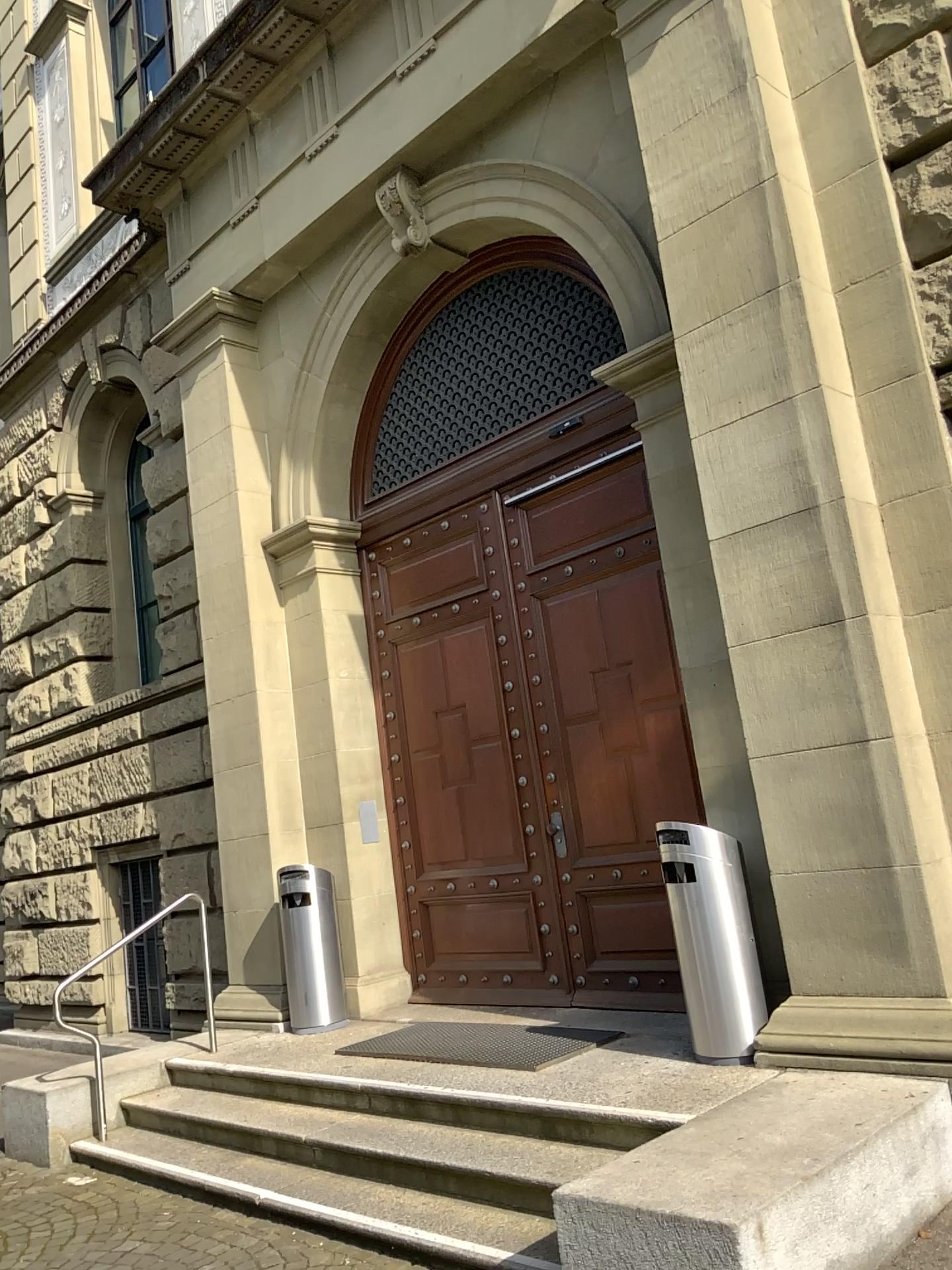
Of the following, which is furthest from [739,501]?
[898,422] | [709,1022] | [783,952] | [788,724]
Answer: [709,1022]
